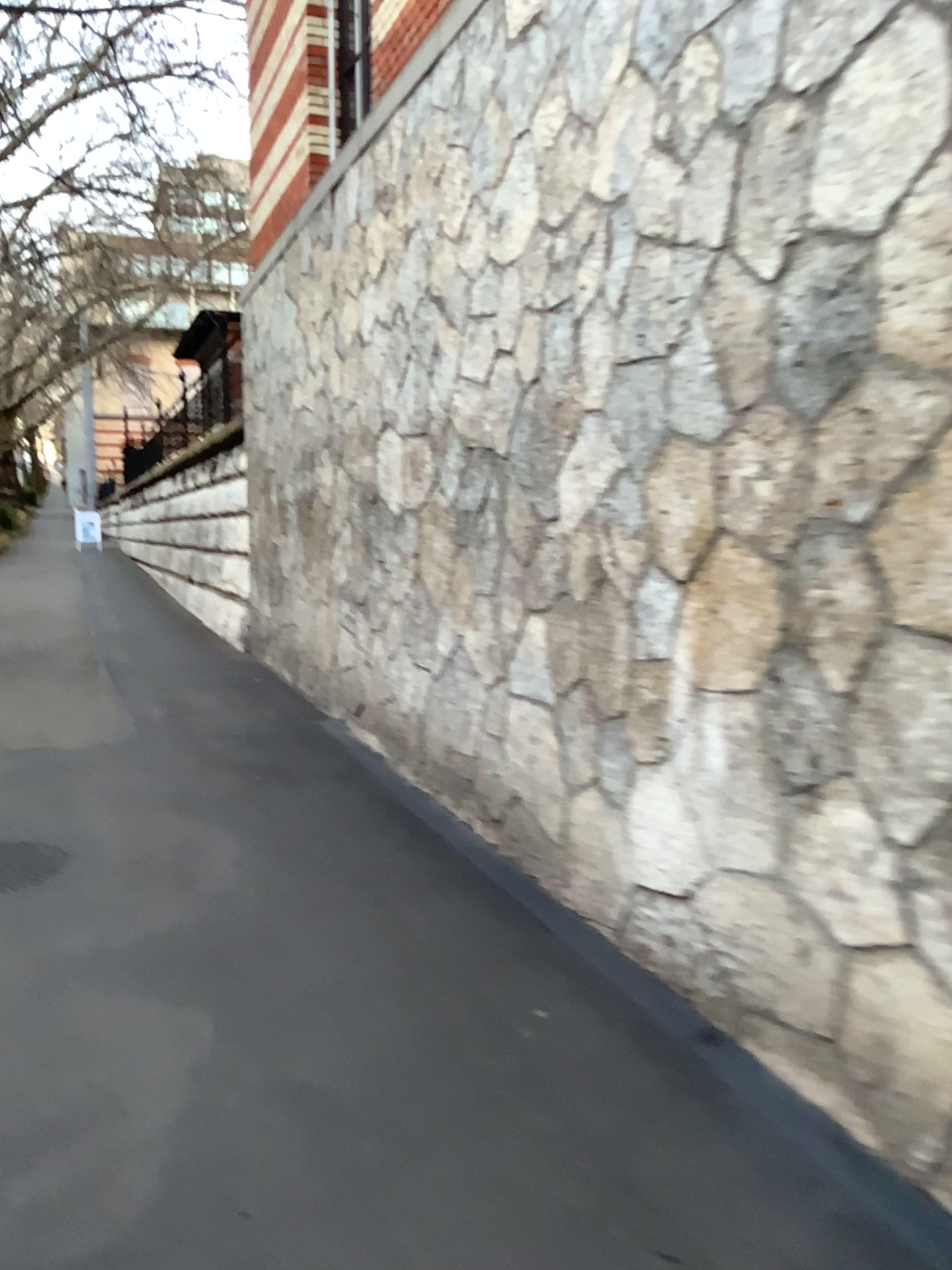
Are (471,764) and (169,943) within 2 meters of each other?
yes
